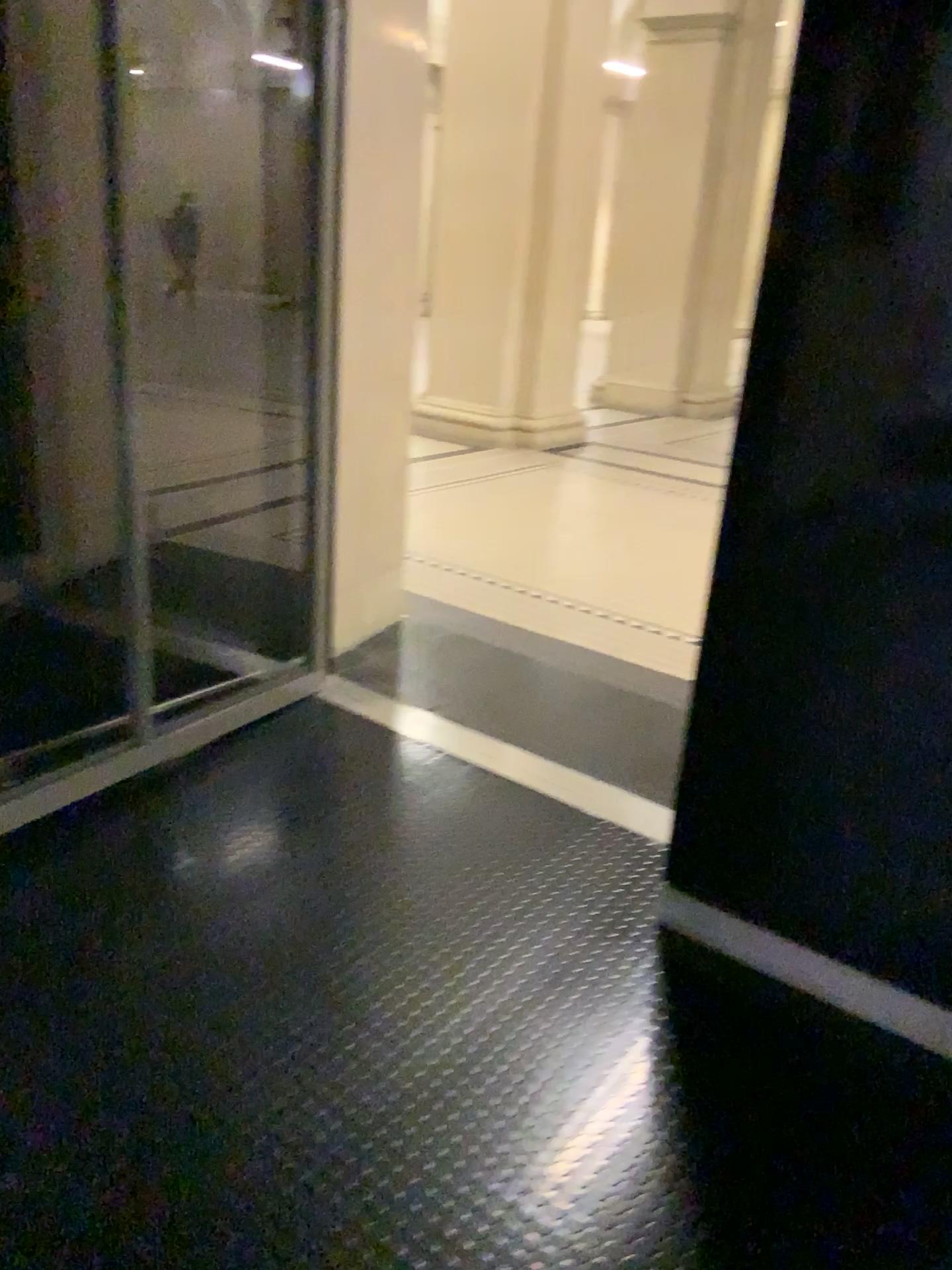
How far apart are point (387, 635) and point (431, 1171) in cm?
227

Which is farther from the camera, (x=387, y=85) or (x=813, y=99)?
(x=387, y=85)

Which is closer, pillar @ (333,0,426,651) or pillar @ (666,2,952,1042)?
pillar @ (666,2,952,1042)
